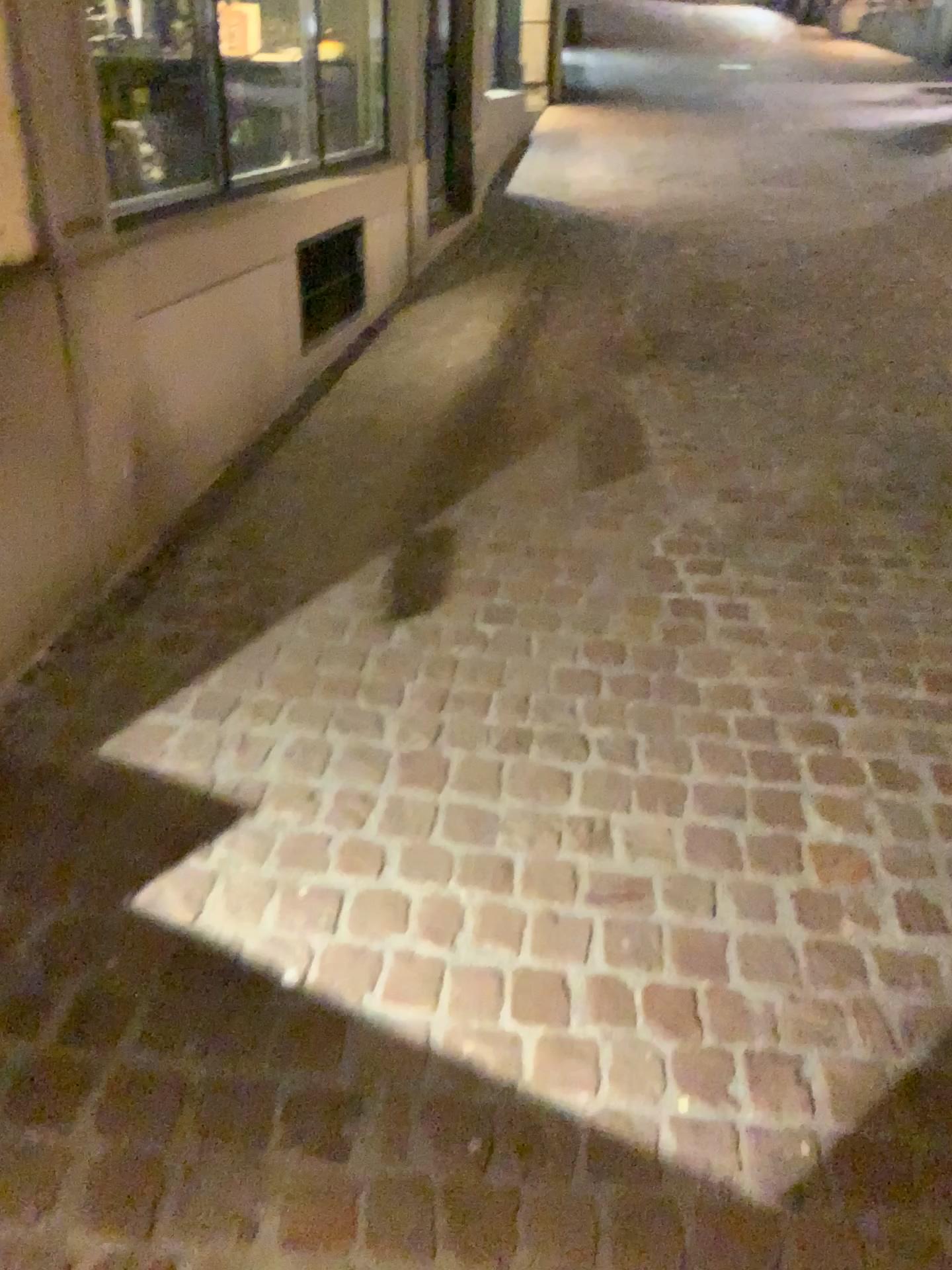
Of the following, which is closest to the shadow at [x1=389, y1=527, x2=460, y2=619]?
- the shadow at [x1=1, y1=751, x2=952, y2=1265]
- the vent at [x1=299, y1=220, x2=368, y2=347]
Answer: the shadow at [x1=1, y1=751, x2=952, y2=1265]

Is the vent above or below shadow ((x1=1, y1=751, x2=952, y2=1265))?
above

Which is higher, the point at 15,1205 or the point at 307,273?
the point at 307,273

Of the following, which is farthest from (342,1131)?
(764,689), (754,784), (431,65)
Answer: (431,65)

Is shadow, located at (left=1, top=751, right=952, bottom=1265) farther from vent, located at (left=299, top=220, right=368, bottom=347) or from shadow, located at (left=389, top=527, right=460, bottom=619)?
vent, located at (left=299, top=220, right=368, bottom=347)

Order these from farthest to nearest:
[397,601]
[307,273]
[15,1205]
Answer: [307,273] < [397,601] < [15,1205]

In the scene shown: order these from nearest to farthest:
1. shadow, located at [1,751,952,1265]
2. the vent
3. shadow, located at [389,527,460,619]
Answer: shadow, located at [1,751,952,1265], shadow, located at [389,527,460,619], the vent

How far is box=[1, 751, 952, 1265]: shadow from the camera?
1.2 meters

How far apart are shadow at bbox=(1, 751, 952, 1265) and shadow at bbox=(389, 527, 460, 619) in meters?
0.8 m

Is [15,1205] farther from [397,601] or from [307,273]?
[307,273]
